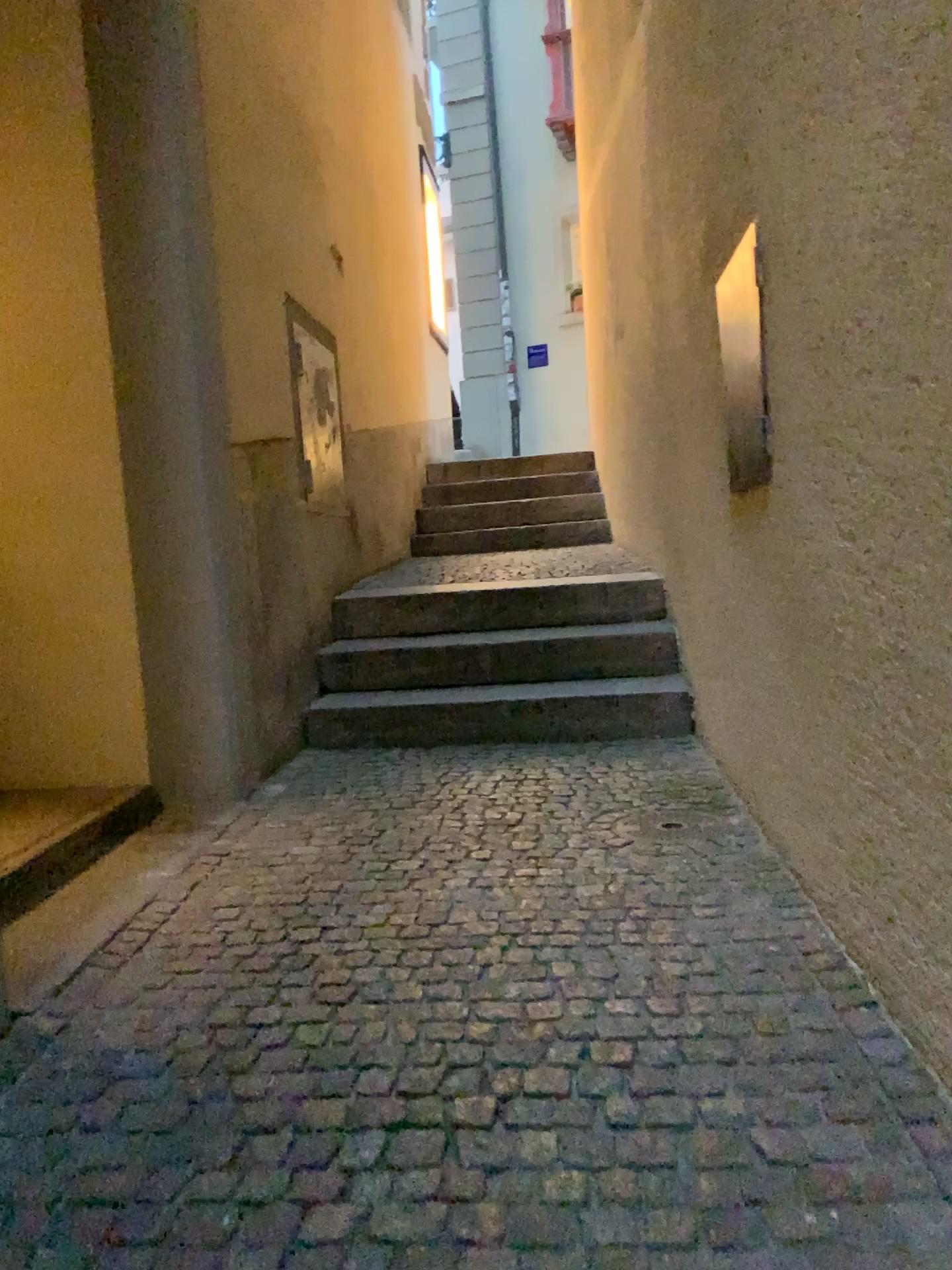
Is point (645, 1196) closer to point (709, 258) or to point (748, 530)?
point (748, 530)
